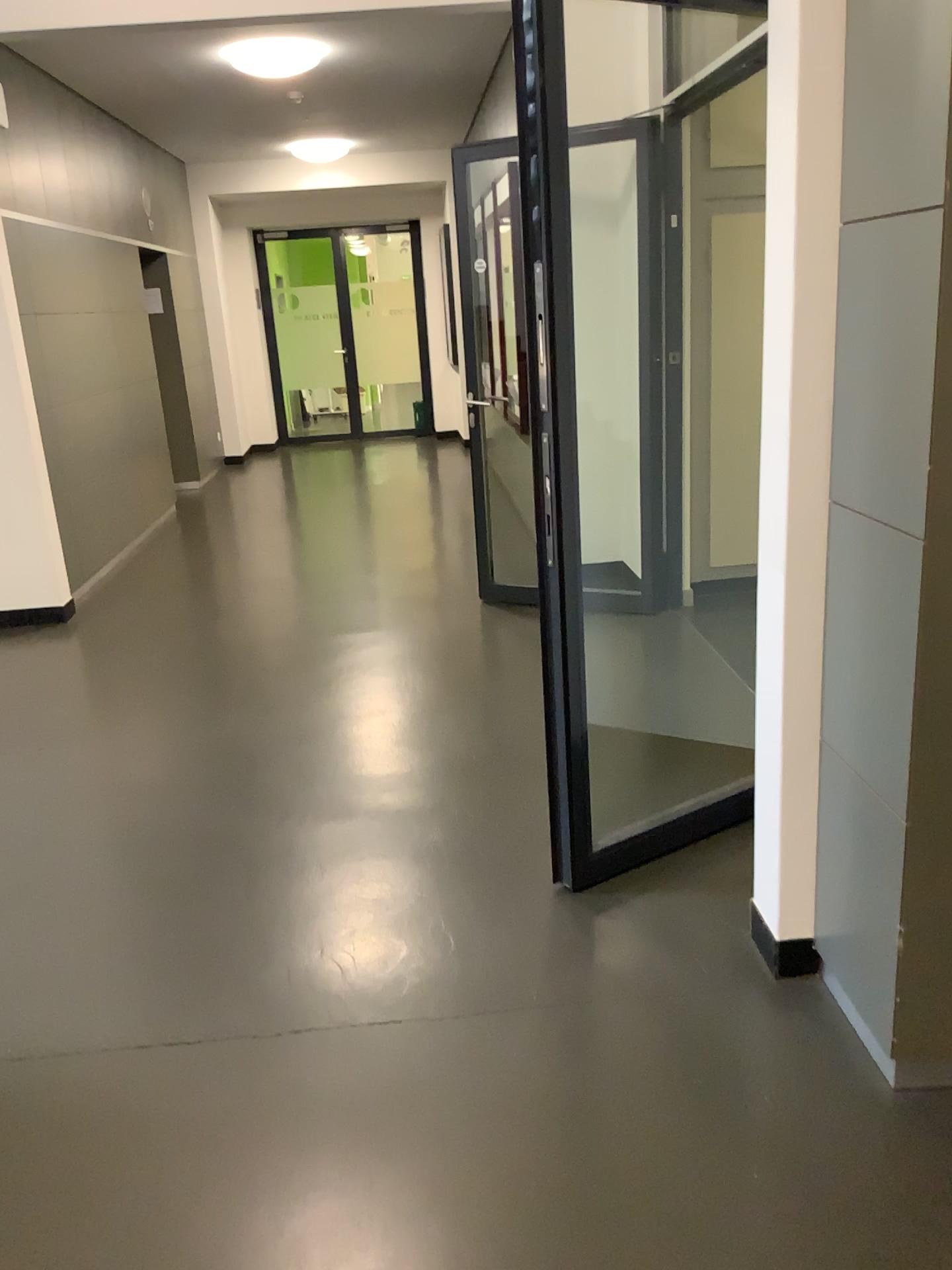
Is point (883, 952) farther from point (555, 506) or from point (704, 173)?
point (704, 173)
